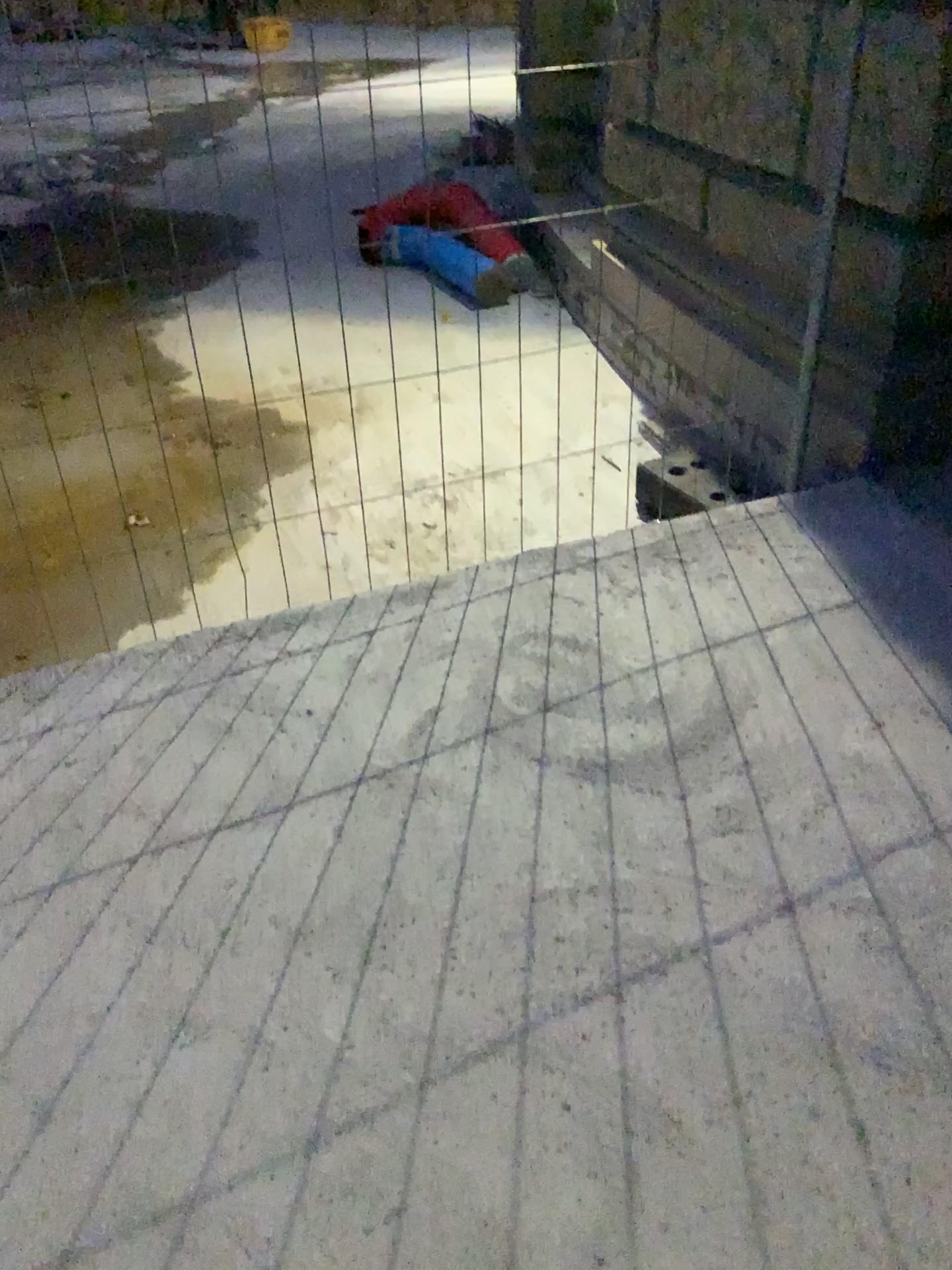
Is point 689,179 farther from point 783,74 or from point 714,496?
point 714,496

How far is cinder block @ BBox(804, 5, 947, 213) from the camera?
2.5 meters

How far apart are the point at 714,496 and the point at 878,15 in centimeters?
138cm

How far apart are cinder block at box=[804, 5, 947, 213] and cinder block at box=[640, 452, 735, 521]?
0.99m

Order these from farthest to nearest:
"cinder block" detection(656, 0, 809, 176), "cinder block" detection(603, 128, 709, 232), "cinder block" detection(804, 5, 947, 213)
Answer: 1. "cinder block" detection(603, 128, 709, 232)
2. "cinder block" detection(656, 0, 809, 176)
3. "cinder block" detection(804, 5, 947, 213)

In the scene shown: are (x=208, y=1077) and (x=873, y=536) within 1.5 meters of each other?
no

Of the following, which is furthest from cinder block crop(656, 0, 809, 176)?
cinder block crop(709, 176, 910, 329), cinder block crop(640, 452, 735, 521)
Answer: cinder block crop(640, 452, 735, 521)

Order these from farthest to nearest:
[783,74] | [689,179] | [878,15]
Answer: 1. [689,179]
2. [783,74]
3. [878,15]

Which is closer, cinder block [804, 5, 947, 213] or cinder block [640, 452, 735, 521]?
cinder block [804, 5, 947, 213]

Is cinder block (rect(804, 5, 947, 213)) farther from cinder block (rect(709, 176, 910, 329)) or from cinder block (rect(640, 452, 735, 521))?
cinder block (rect(640, 452, 735, 521))
